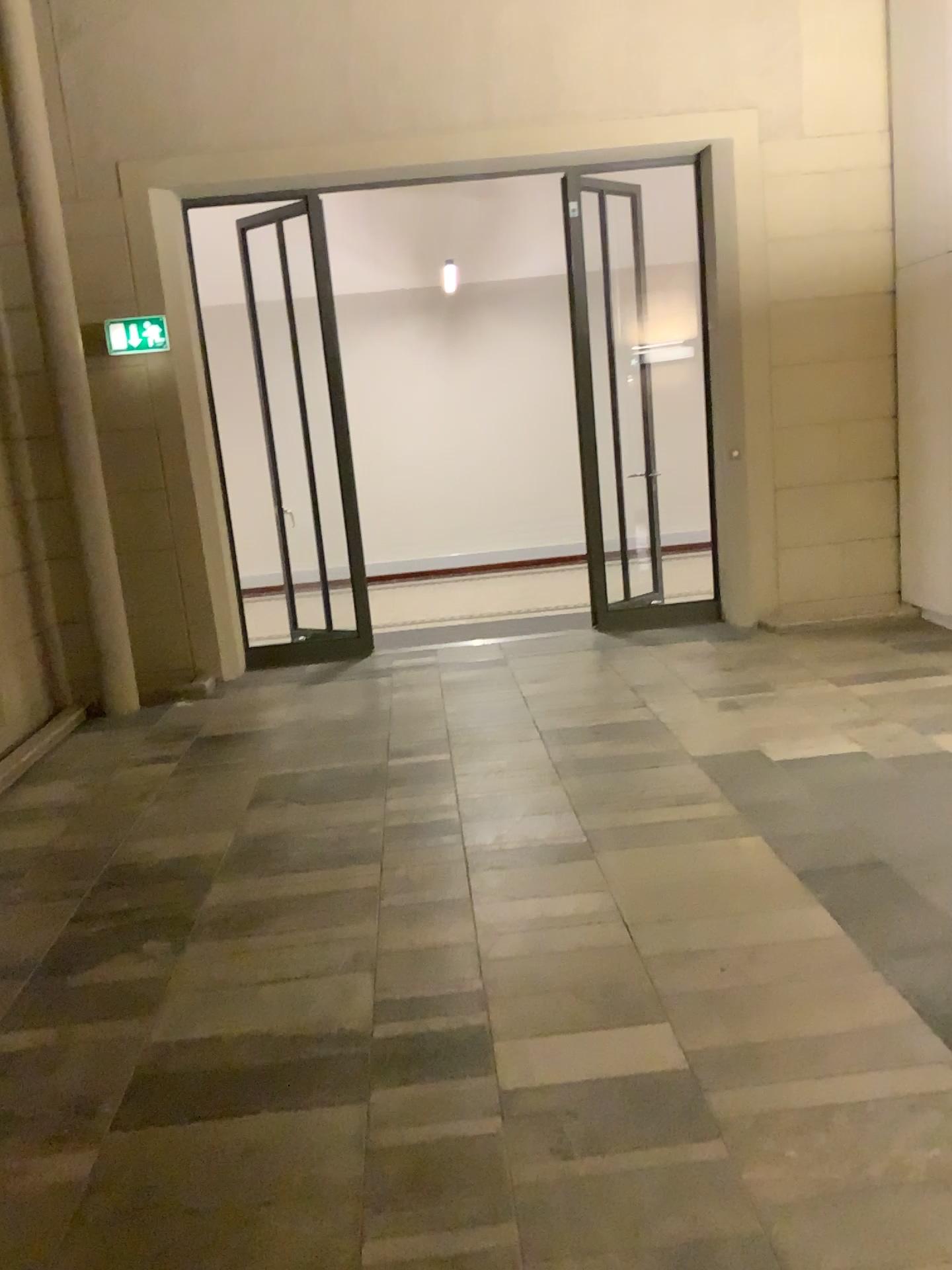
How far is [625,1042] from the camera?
2.6m
